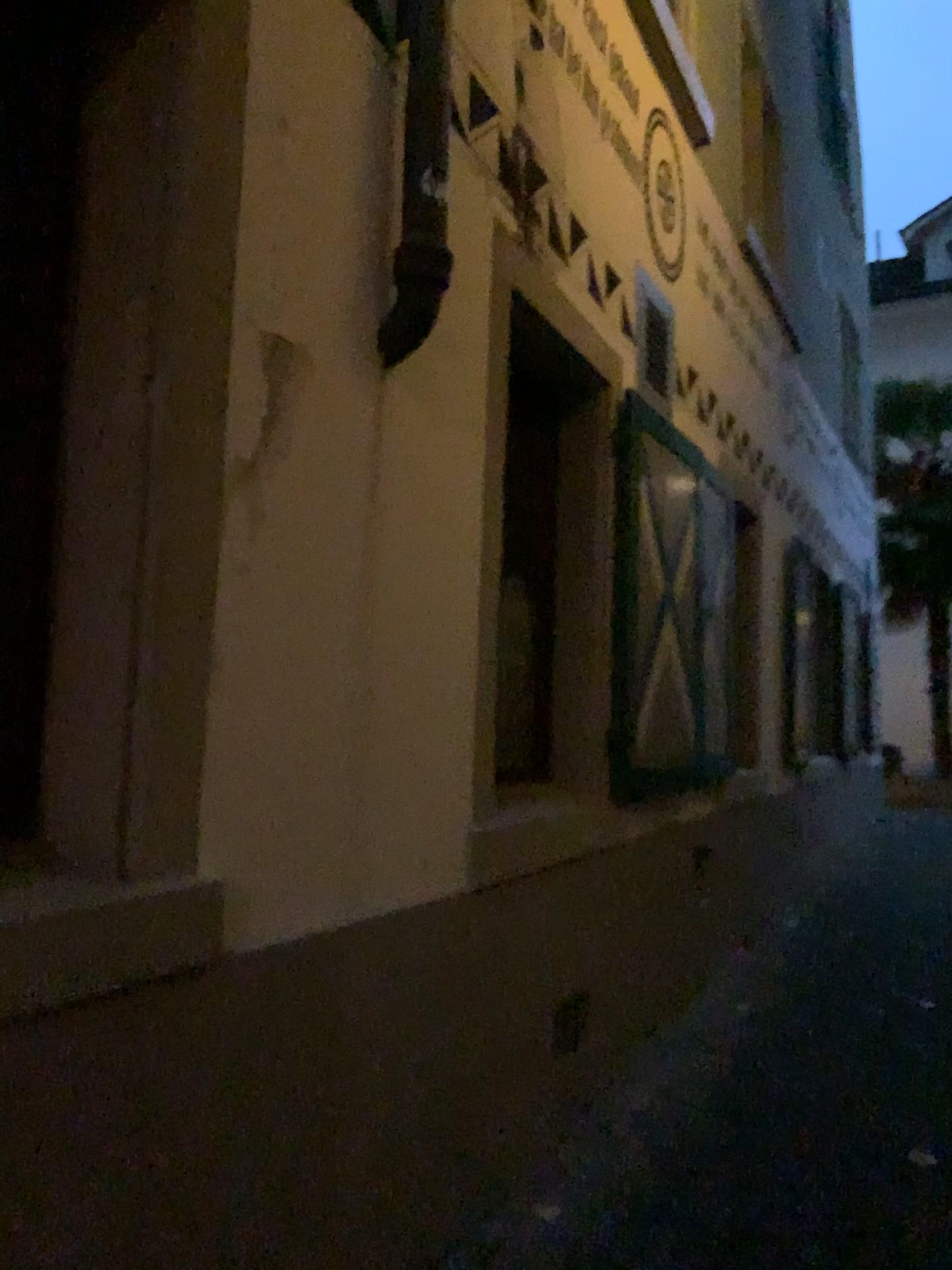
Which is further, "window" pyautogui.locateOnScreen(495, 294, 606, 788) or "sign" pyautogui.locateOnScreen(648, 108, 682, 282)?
"sign" pyautogui.locateOnScreen(648, 108, 682, 282)

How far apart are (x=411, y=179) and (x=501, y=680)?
1.9 meters

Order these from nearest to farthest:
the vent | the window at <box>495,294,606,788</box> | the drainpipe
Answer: the drainpipe
the window at <box>495,294,606,788</box>
the vent

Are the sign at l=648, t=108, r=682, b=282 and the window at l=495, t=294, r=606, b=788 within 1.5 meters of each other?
yes

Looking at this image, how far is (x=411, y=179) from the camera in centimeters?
231cm

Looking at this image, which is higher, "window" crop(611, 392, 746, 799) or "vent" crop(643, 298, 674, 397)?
"vent" crop(643, 298, 674, 397)

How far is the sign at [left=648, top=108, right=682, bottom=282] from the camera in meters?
4.5 m

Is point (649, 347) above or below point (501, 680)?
above

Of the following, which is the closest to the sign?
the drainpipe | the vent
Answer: the vent

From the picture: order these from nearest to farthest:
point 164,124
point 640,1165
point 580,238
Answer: point 164,124 < point 640,1165 < point 580,238
